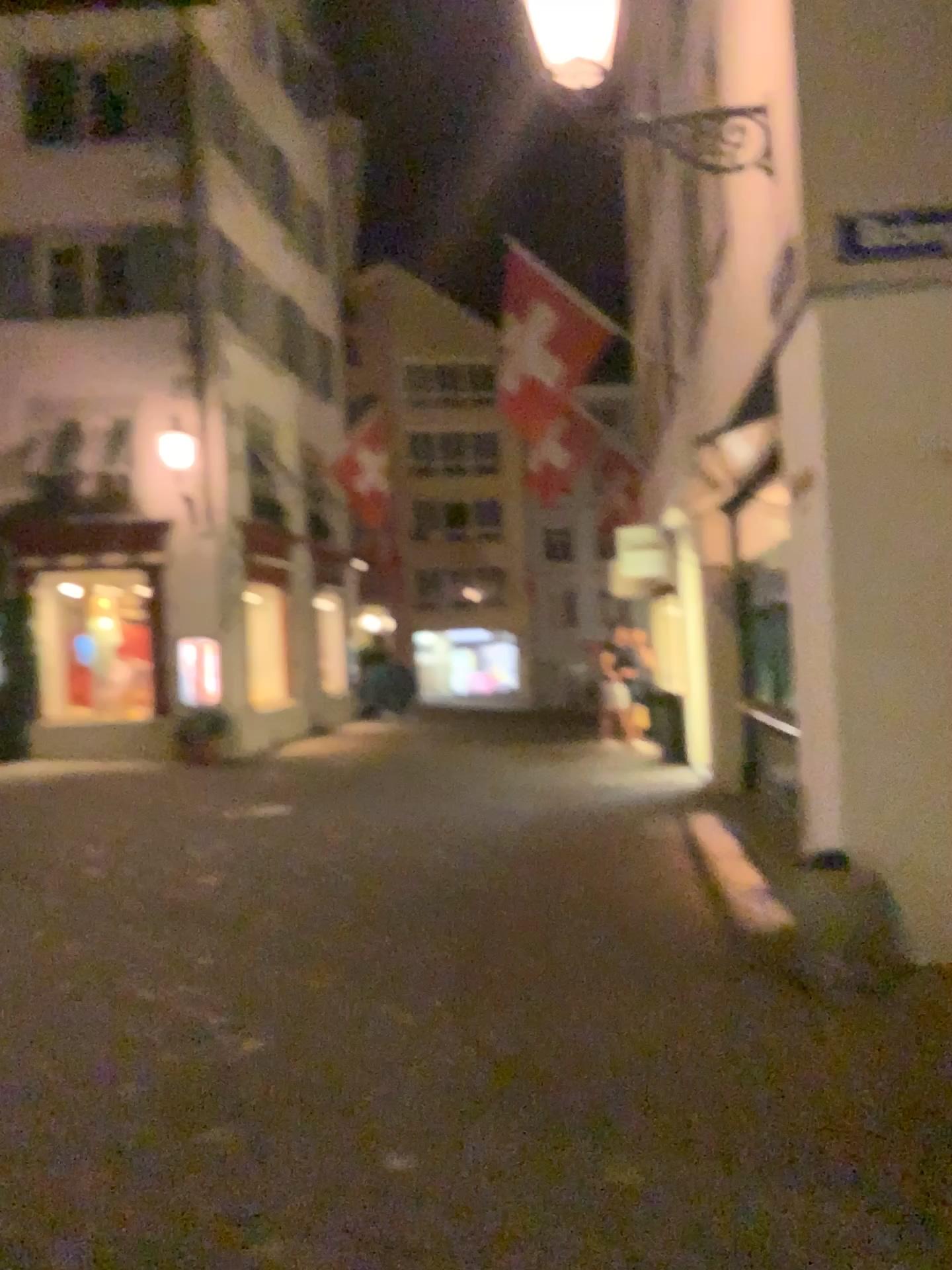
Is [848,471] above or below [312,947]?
above
